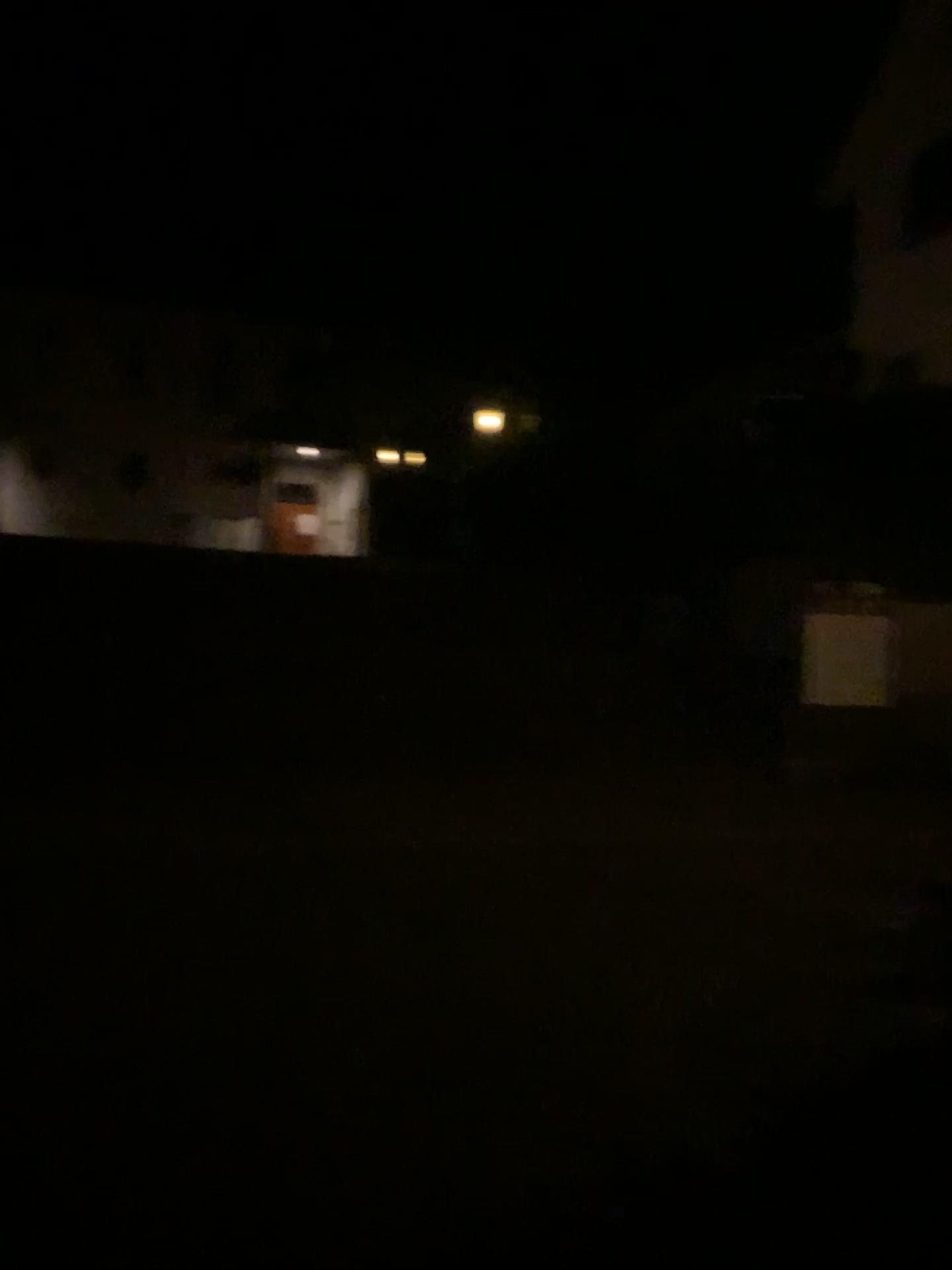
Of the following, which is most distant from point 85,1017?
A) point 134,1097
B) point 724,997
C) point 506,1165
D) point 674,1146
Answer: point 724,997
